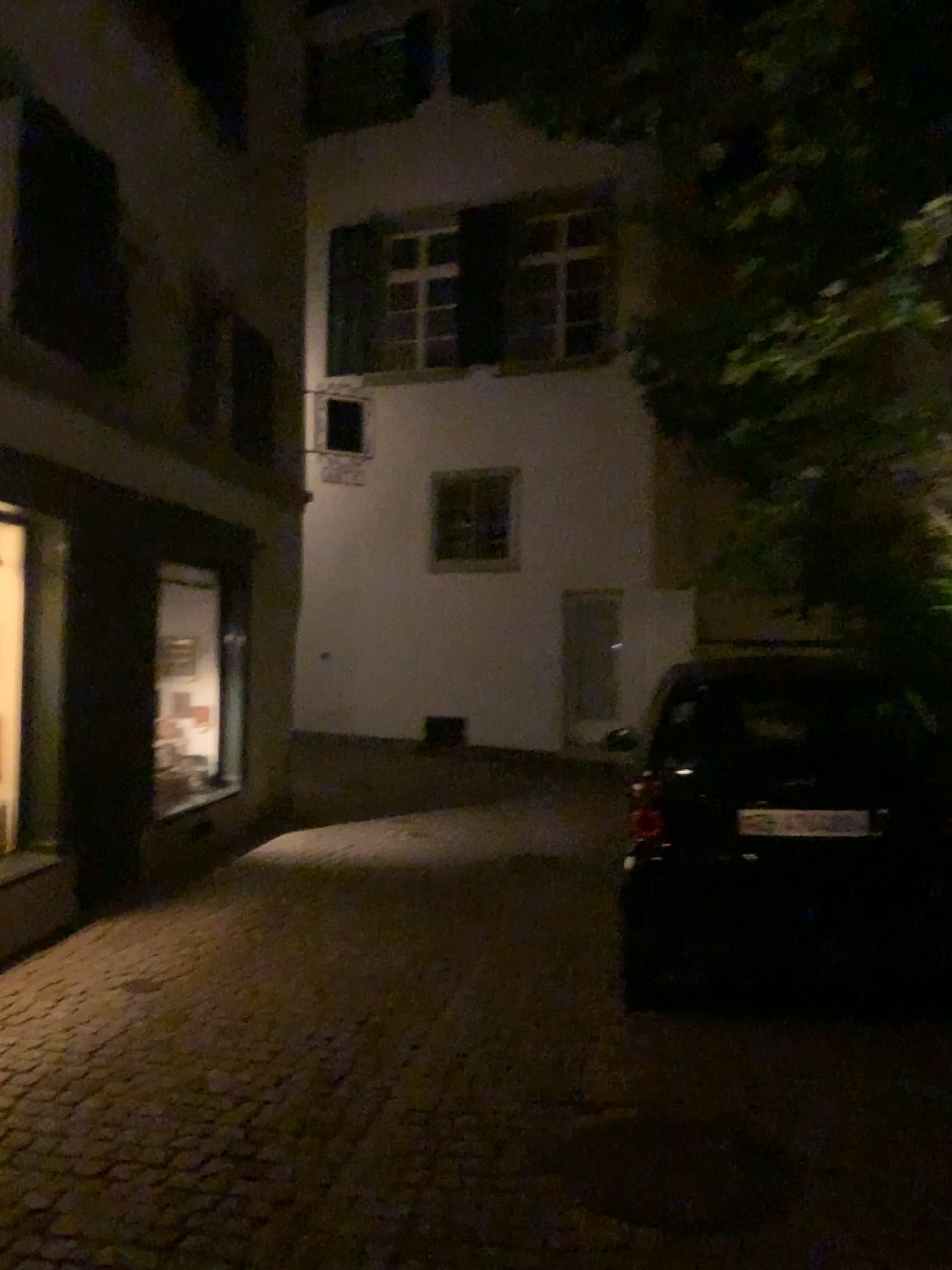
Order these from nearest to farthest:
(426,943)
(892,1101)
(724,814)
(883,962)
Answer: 1. (892,1101)
2. (883,962)
3. (724,814)
4. (426,943)

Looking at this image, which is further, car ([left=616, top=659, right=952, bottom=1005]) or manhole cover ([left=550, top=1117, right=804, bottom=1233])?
car ([left=616, top=659, right=952, bottom=1005])

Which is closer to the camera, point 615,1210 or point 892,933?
point 615,1210

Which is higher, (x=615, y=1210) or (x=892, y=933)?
(x=892, y=933)
